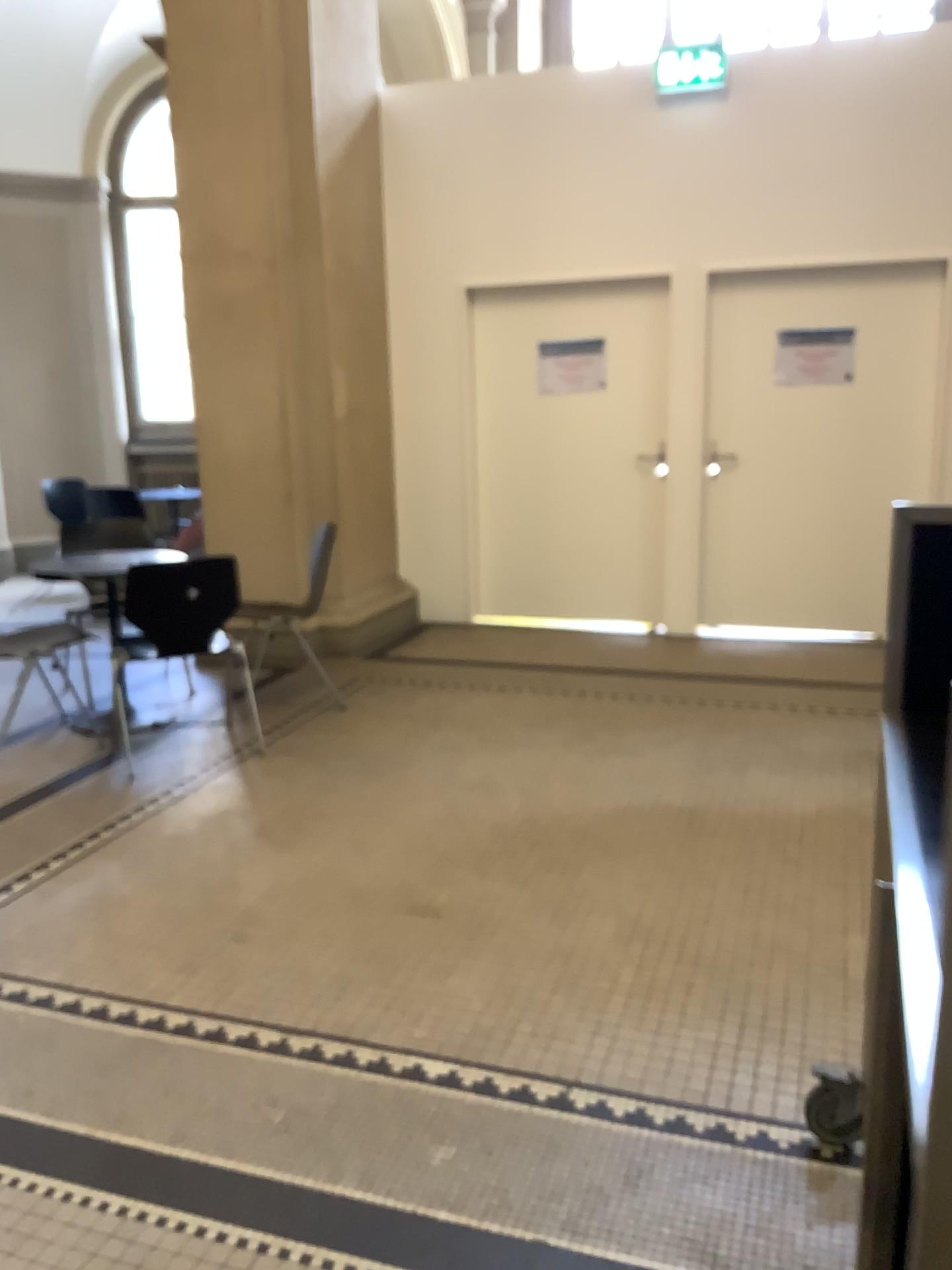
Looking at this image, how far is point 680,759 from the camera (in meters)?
4.12

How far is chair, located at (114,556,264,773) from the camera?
4.1m

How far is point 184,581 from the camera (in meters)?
4.12
